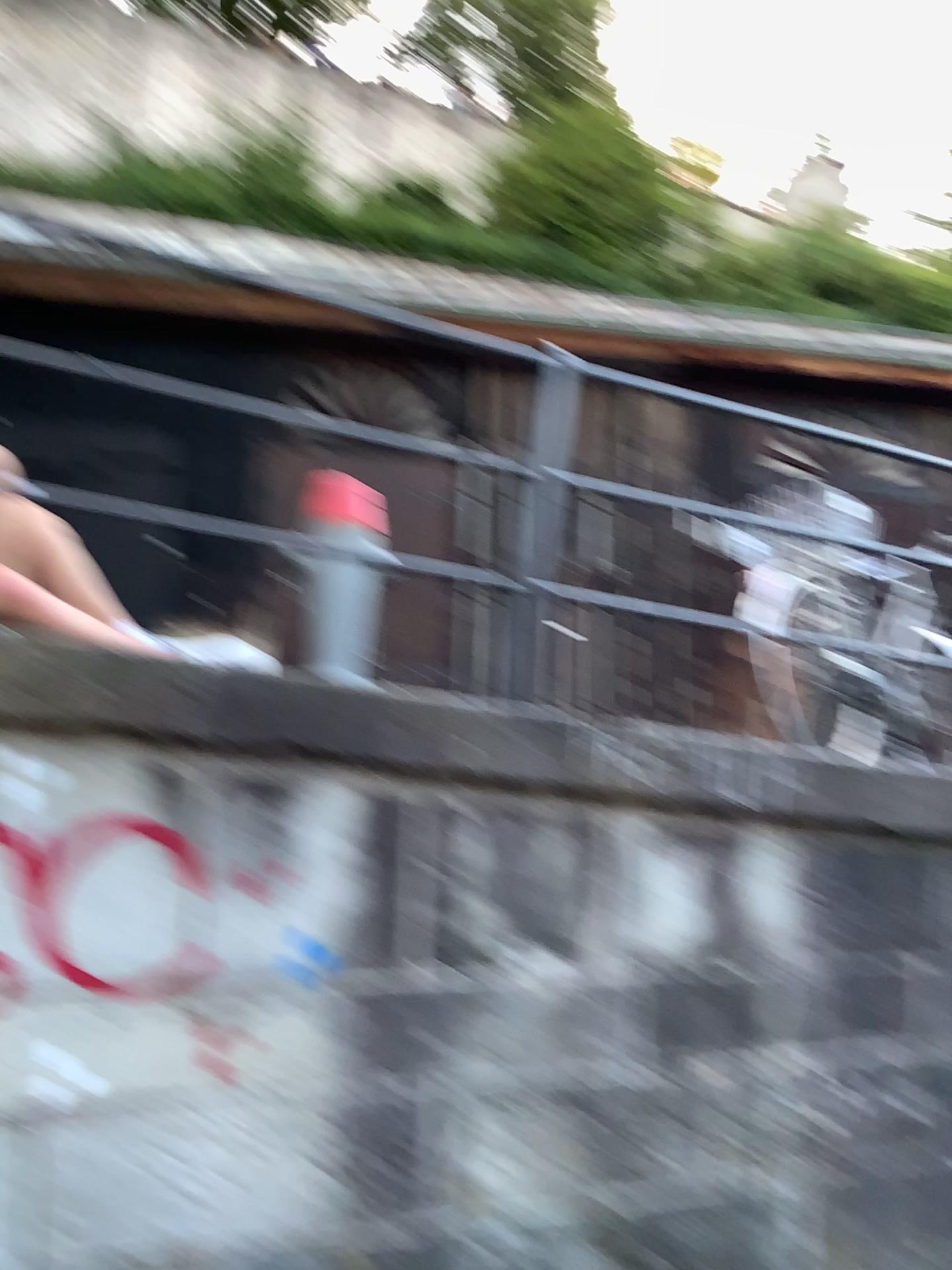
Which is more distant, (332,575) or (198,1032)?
(332,575)

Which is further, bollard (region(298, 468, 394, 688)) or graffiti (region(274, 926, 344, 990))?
bollard (region(298, 468, 394, 688))

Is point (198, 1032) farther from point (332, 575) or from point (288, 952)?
point (332, 575)

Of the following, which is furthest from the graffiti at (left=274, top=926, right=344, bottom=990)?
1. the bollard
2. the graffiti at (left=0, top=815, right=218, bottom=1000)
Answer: the bollard

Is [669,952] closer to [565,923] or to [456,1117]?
[565,923]

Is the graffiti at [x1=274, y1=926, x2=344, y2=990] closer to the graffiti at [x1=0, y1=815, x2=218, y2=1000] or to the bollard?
the graffiti at [x1=0, y1=815, x2=218, y2=1000]

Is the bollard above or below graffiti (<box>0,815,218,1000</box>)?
above

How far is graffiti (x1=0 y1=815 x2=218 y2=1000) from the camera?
2.0 meters

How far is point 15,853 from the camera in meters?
2.0 m
